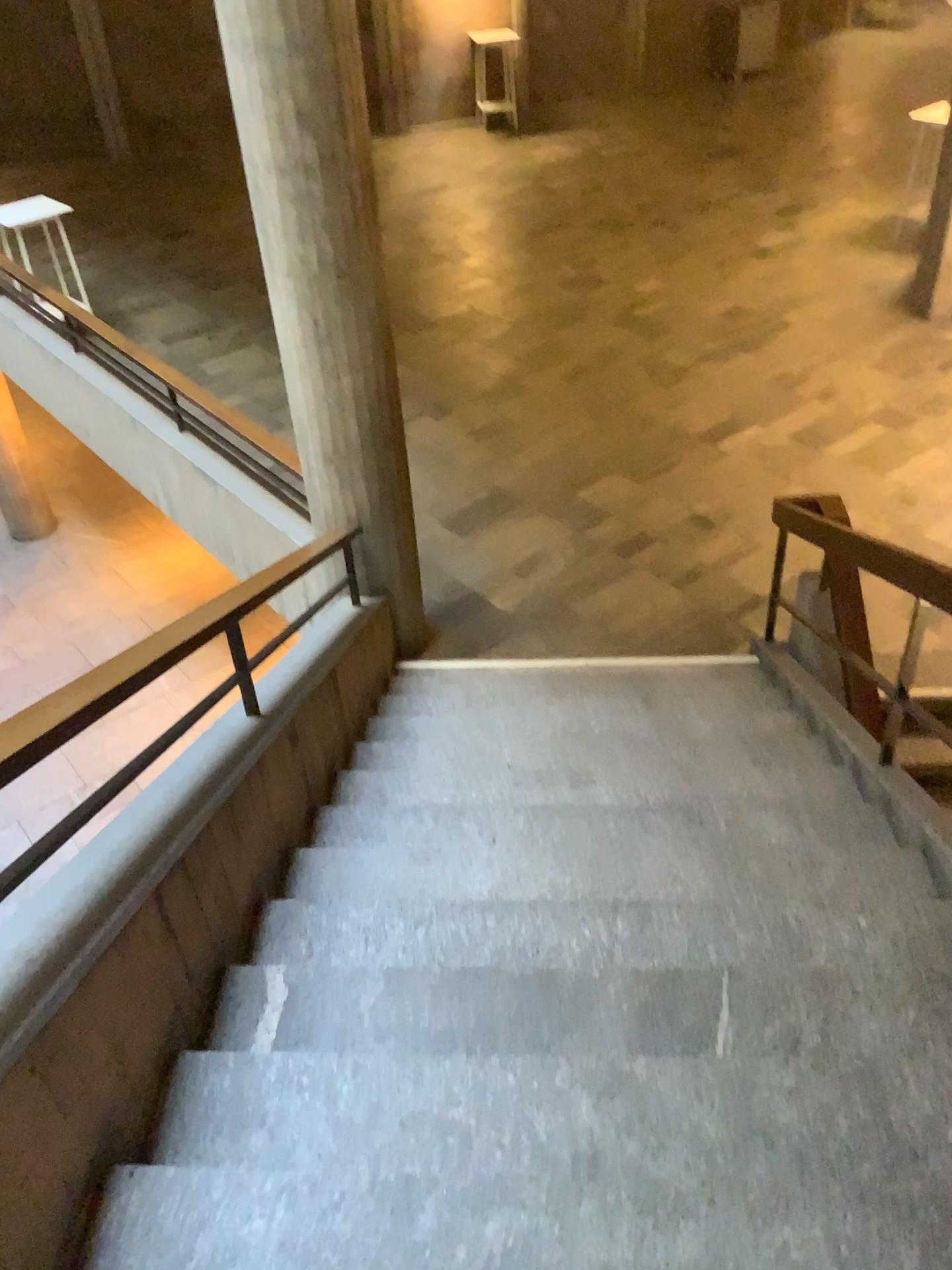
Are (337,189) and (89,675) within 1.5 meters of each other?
no
